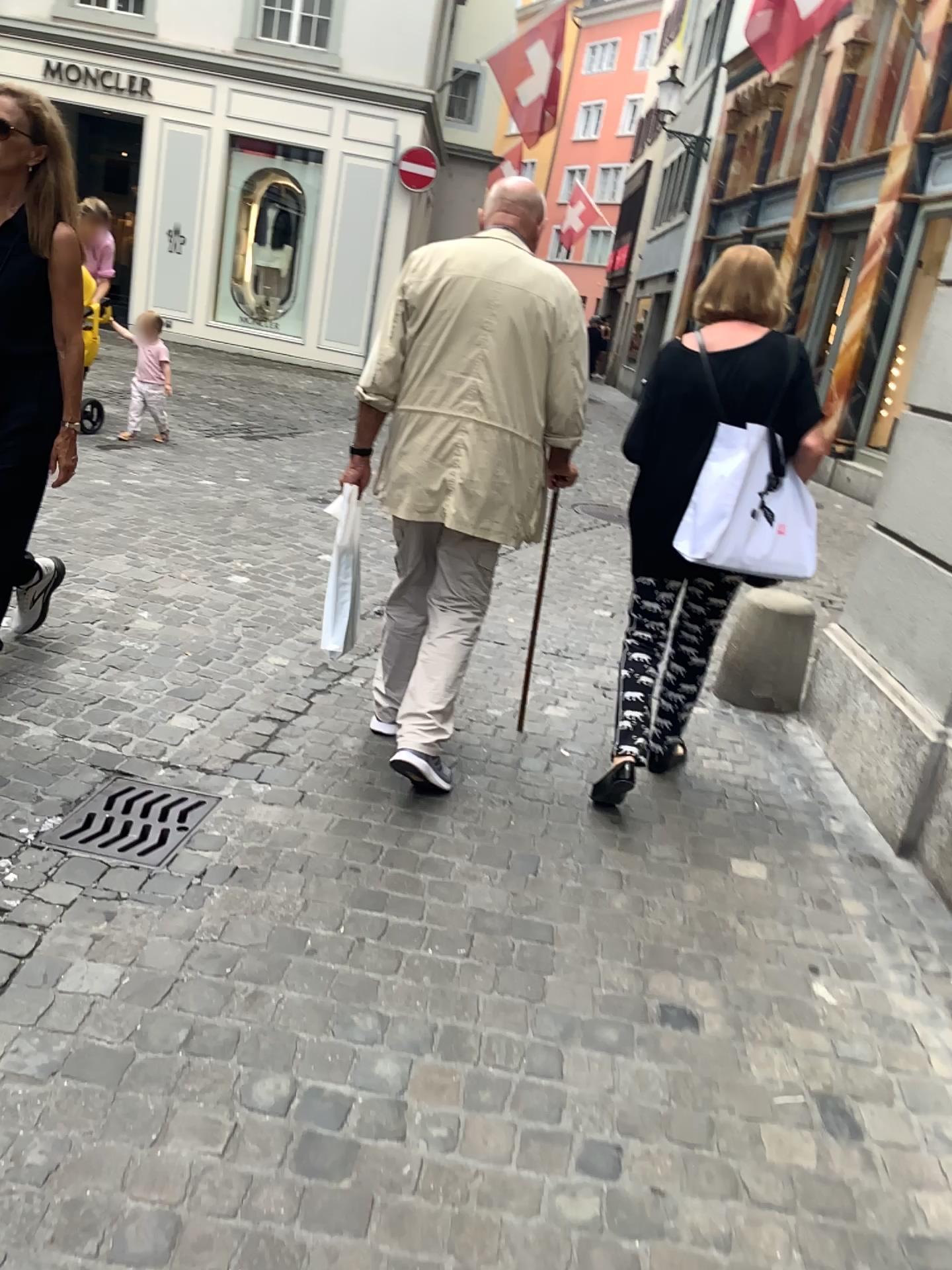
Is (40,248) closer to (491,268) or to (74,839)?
(491,268)

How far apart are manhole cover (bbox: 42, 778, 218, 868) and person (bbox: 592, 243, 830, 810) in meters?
1.1

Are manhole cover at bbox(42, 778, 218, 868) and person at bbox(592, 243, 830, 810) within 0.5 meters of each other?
no

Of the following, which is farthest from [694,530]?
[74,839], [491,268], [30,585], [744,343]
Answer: [30,585]

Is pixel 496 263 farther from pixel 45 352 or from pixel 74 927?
pixel 74 927

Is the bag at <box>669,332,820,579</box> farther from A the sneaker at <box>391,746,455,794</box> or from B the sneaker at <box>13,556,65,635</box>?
B the sneaker at <box>13,556,65,635</box>

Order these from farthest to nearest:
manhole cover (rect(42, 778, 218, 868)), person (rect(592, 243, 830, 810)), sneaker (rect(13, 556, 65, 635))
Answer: sneaker (rect(13, 556, 65, 635))
person (rect(592, 243, 830, 810))
manhole cover (rect(42, 778, 218, 868))

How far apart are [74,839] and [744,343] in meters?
2.1 m

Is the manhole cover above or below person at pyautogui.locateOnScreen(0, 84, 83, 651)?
below

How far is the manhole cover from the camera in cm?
250
